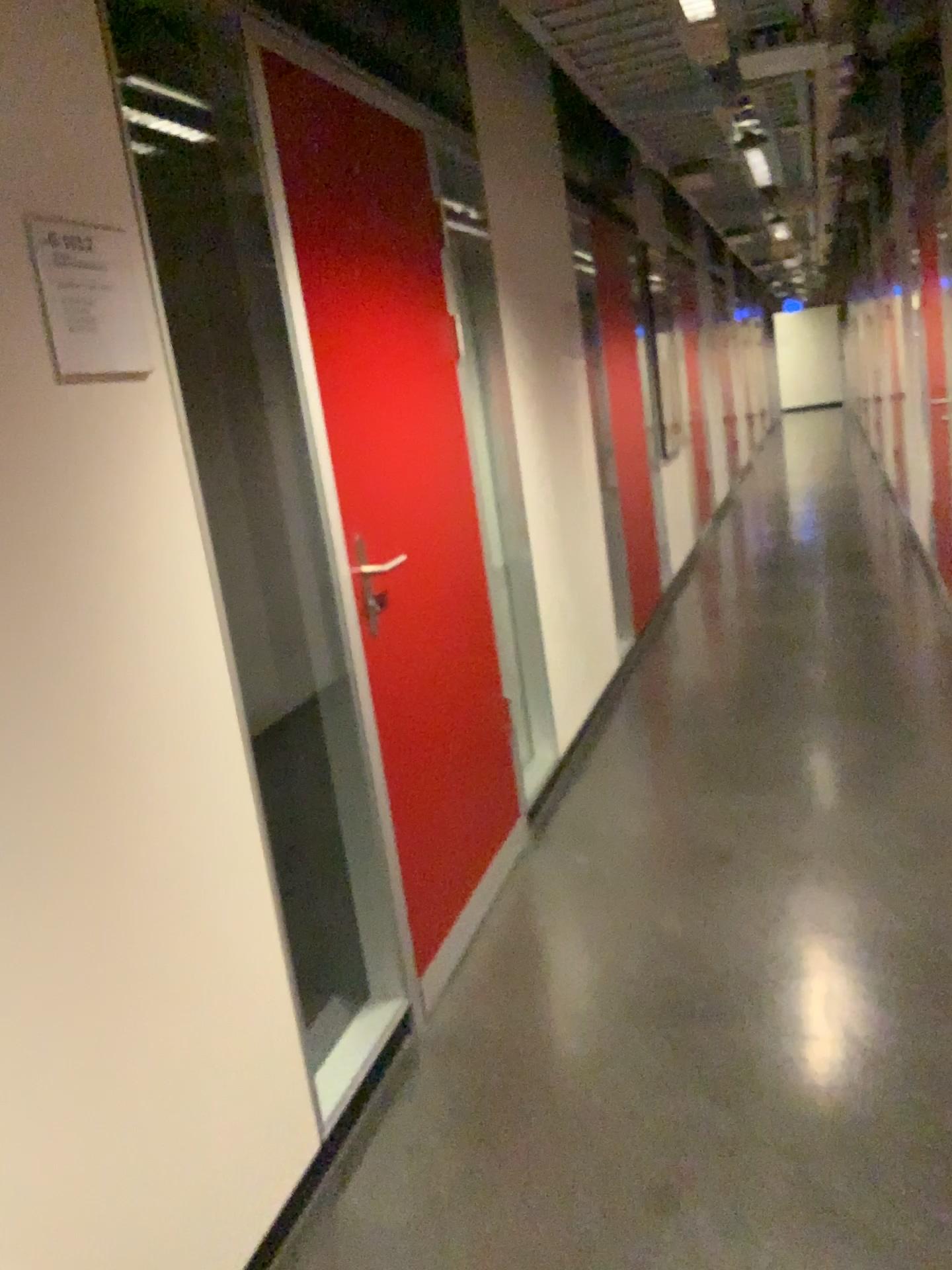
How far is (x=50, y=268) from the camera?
1.44m

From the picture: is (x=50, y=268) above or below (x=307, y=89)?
below

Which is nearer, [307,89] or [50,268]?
[50,268]

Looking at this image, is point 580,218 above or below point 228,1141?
above

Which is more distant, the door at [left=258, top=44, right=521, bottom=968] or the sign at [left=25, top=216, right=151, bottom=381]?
the door at [left=258, top=44, right=521, bottom=968]

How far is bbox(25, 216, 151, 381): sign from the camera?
1.44m
